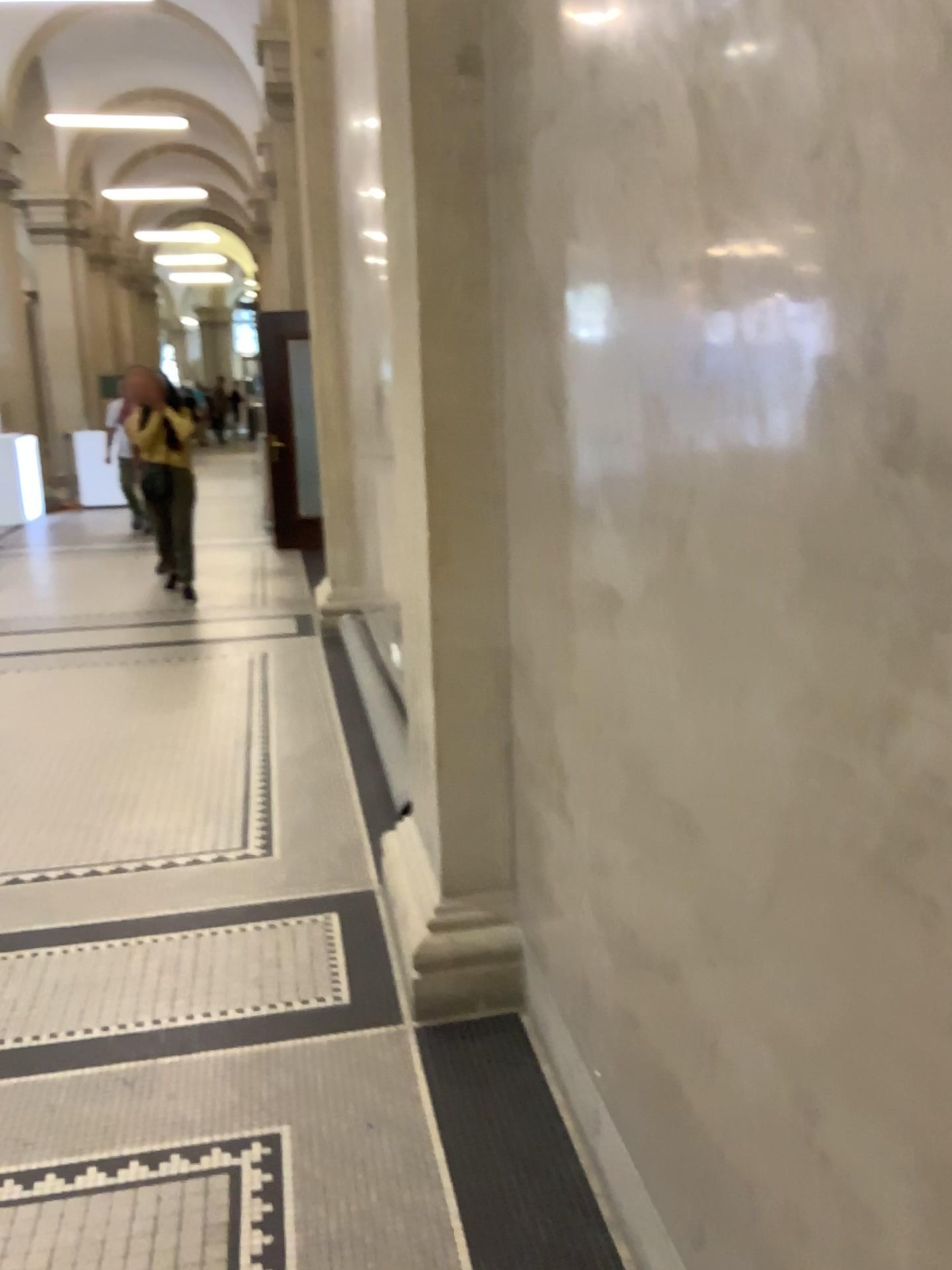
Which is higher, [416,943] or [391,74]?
[391,74]

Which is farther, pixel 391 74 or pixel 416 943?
pixel 416 943

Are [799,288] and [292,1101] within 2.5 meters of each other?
yes

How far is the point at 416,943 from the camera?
2.6m

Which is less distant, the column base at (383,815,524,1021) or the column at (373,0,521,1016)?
the column at (373,0,521,1016)

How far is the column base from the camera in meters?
2.6 m
